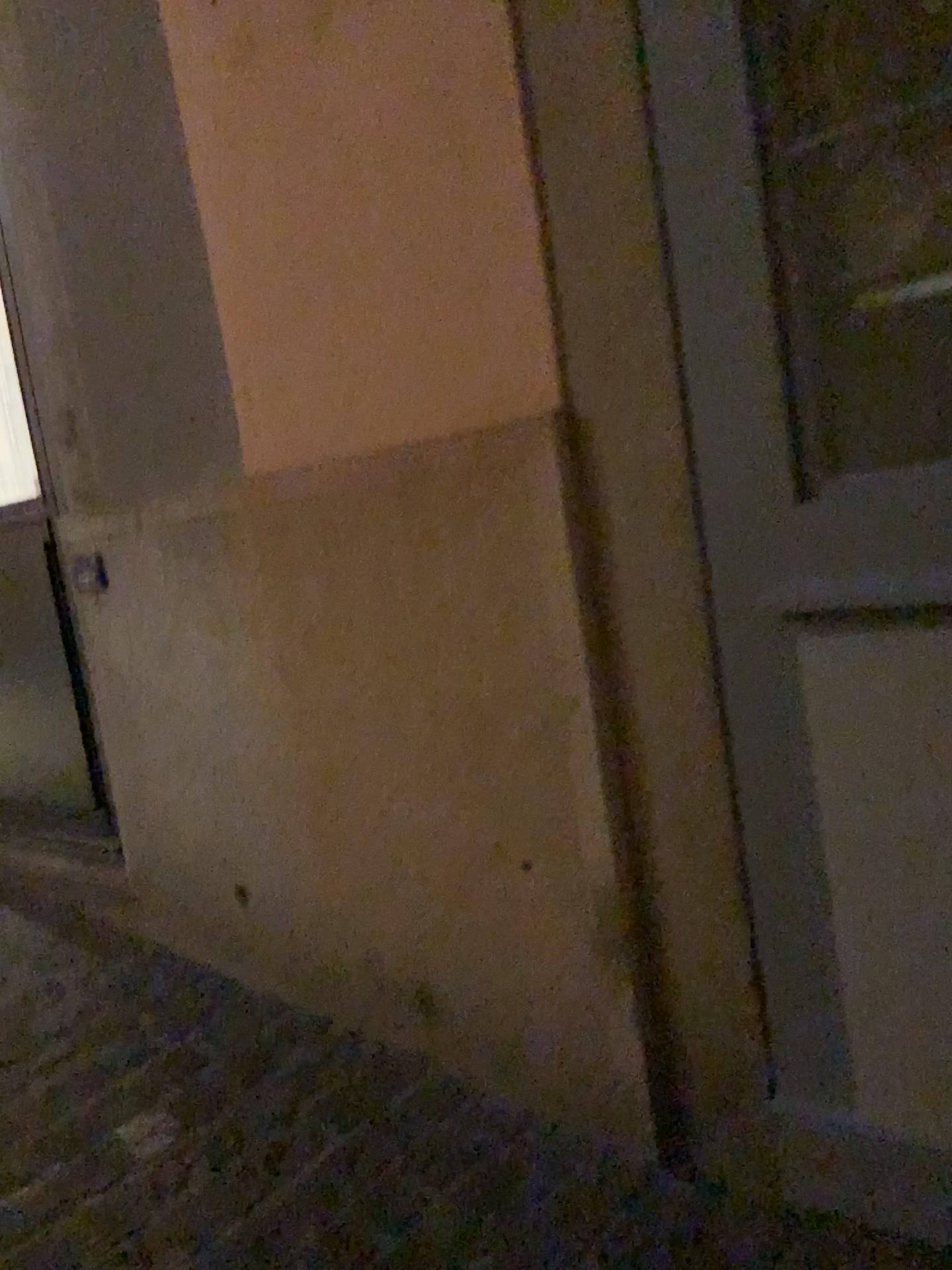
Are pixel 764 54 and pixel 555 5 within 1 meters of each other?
yes

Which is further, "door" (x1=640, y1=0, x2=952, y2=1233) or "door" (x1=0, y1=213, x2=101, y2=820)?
"door" (x1=0, y1=213, x2=101, y2=820)

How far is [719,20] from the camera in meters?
1.2 m

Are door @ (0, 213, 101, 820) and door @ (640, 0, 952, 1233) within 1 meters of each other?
no

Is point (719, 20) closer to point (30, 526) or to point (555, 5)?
point (555, 5)

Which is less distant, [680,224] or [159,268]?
[680,224]

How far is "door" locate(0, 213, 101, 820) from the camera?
2.55m

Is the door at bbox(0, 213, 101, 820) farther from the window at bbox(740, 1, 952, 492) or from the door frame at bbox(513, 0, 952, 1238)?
the window at bbox(740, 1, 952, 492)

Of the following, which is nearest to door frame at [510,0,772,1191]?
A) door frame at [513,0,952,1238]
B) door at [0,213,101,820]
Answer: door frame at [513,0,952,1238]

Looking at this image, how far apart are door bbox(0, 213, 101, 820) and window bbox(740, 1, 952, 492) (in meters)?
1.82
